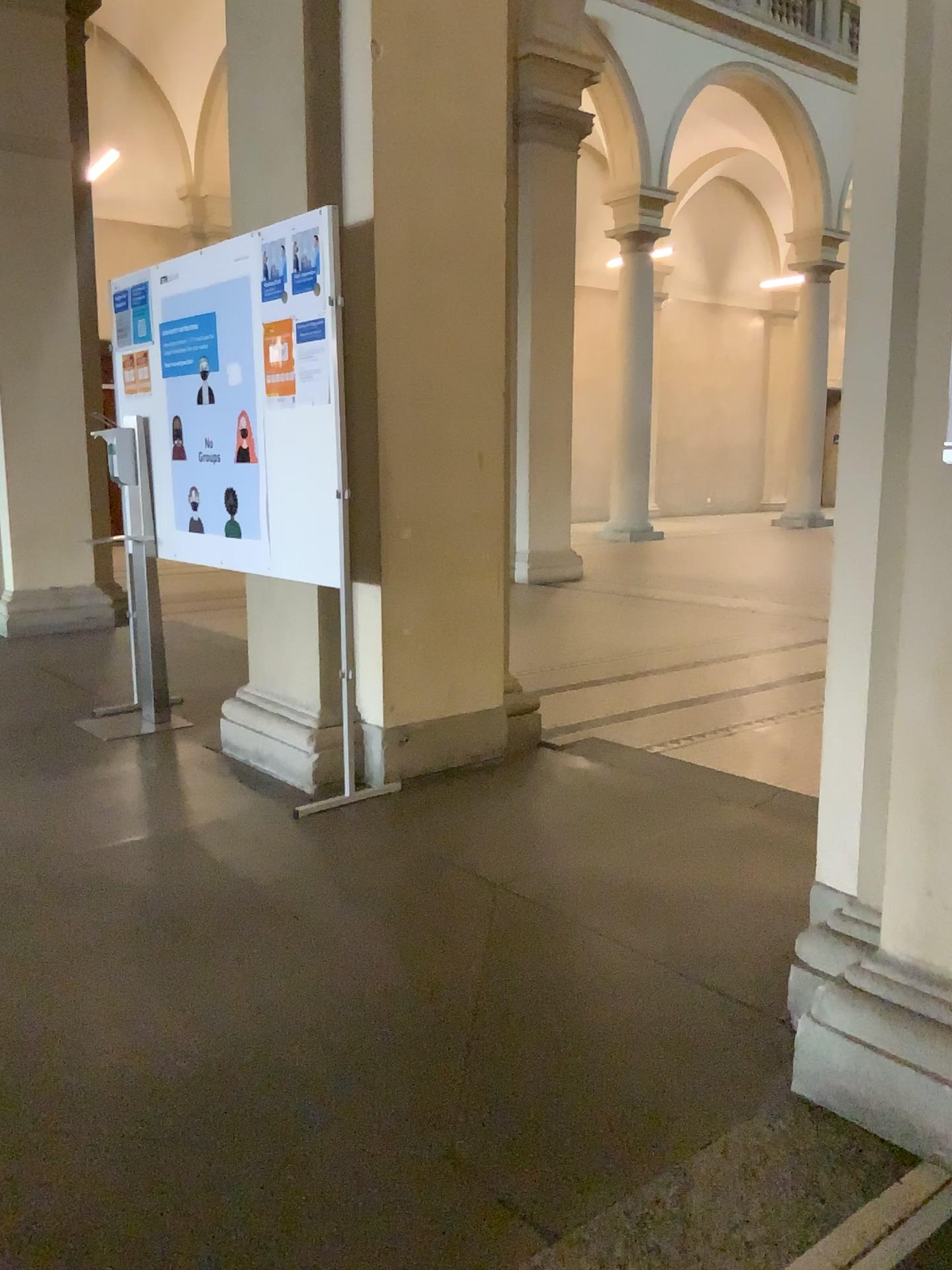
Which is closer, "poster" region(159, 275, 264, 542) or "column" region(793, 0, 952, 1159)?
"column" region(793, 0, 952, 1159)

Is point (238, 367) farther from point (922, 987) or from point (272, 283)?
point (922, 987)

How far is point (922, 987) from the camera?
1.8 meters

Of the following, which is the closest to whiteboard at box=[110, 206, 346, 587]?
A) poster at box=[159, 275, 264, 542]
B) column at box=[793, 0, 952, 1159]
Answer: poster at box=[159, 275, 264, 542]

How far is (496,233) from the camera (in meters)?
3.77

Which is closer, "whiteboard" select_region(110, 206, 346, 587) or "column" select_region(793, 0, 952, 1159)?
"column" select_region(793, 0, 952, 1159)

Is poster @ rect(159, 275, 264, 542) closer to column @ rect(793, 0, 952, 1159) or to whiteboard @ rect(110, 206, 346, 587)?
whiteboard @ rect(110, 206, 346, 587)

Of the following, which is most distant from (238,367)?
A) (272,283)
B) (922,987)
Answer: (922,987)

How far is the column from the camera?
1.8m
